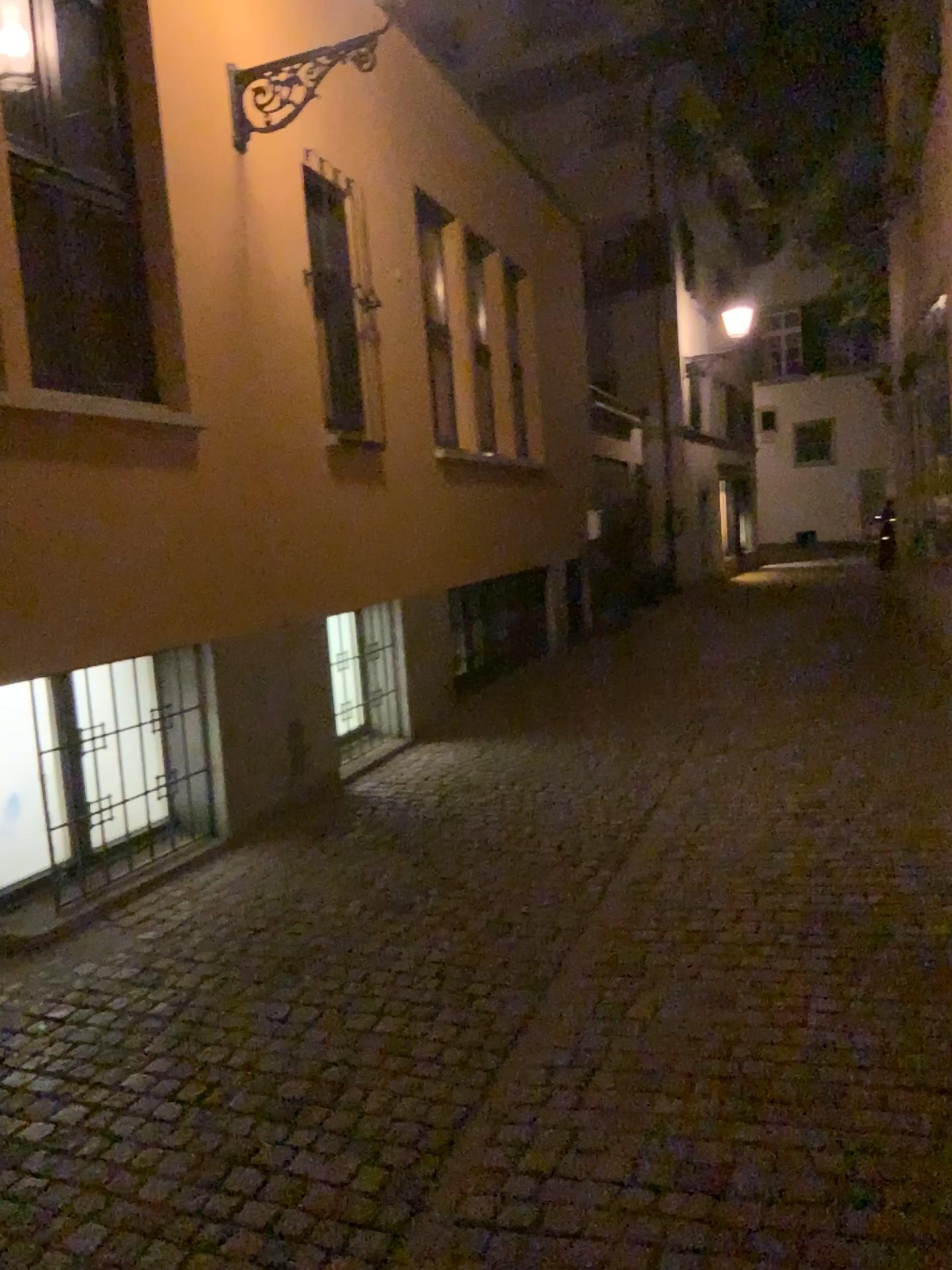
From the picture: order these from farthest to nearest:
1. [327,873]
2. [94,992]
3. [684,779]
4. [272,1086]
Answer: [684,779] → [327,873] → [94,992] → [272,1086]
